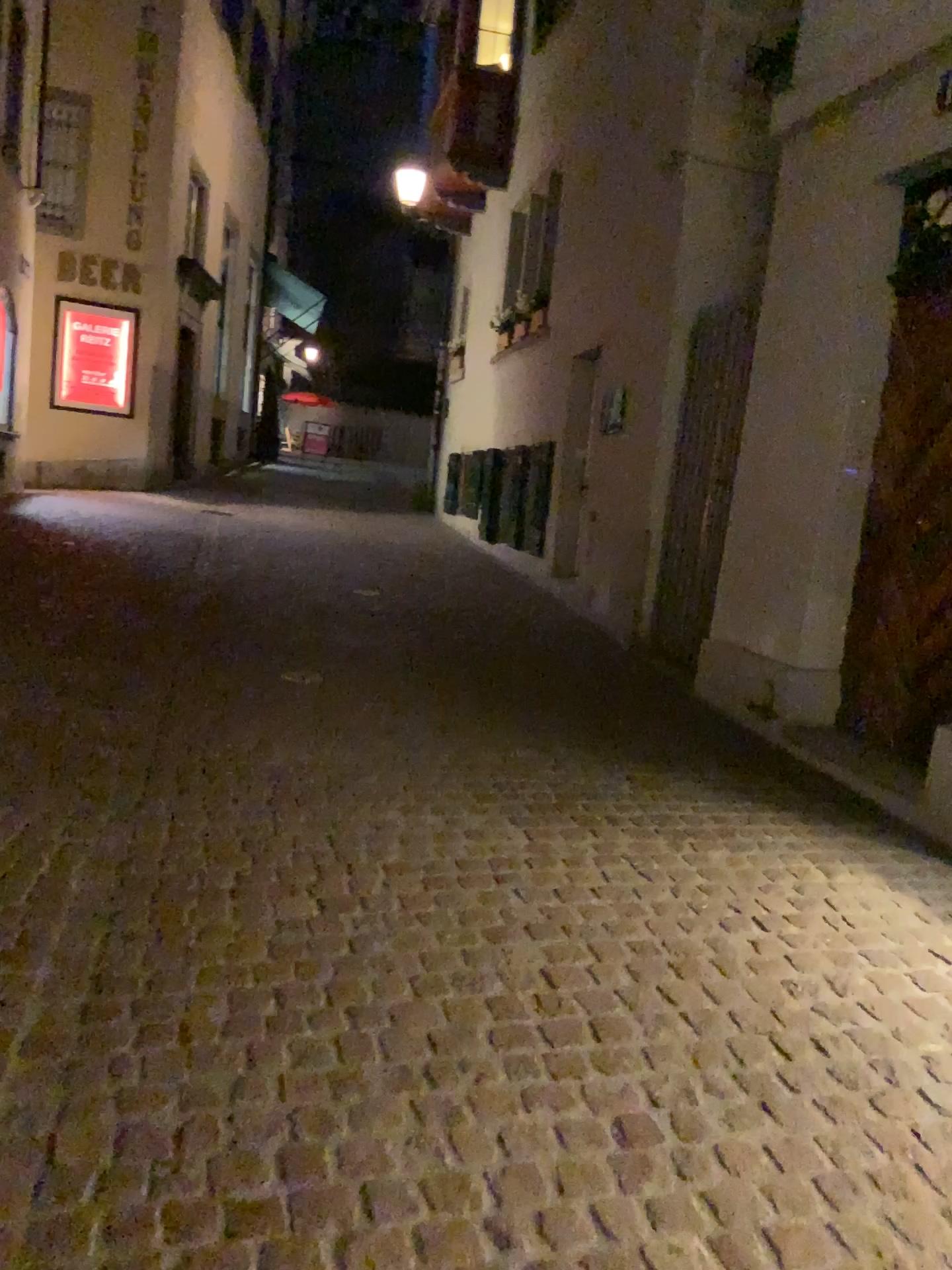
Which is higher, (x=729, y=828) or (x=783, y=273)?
(x=783, y=273)
